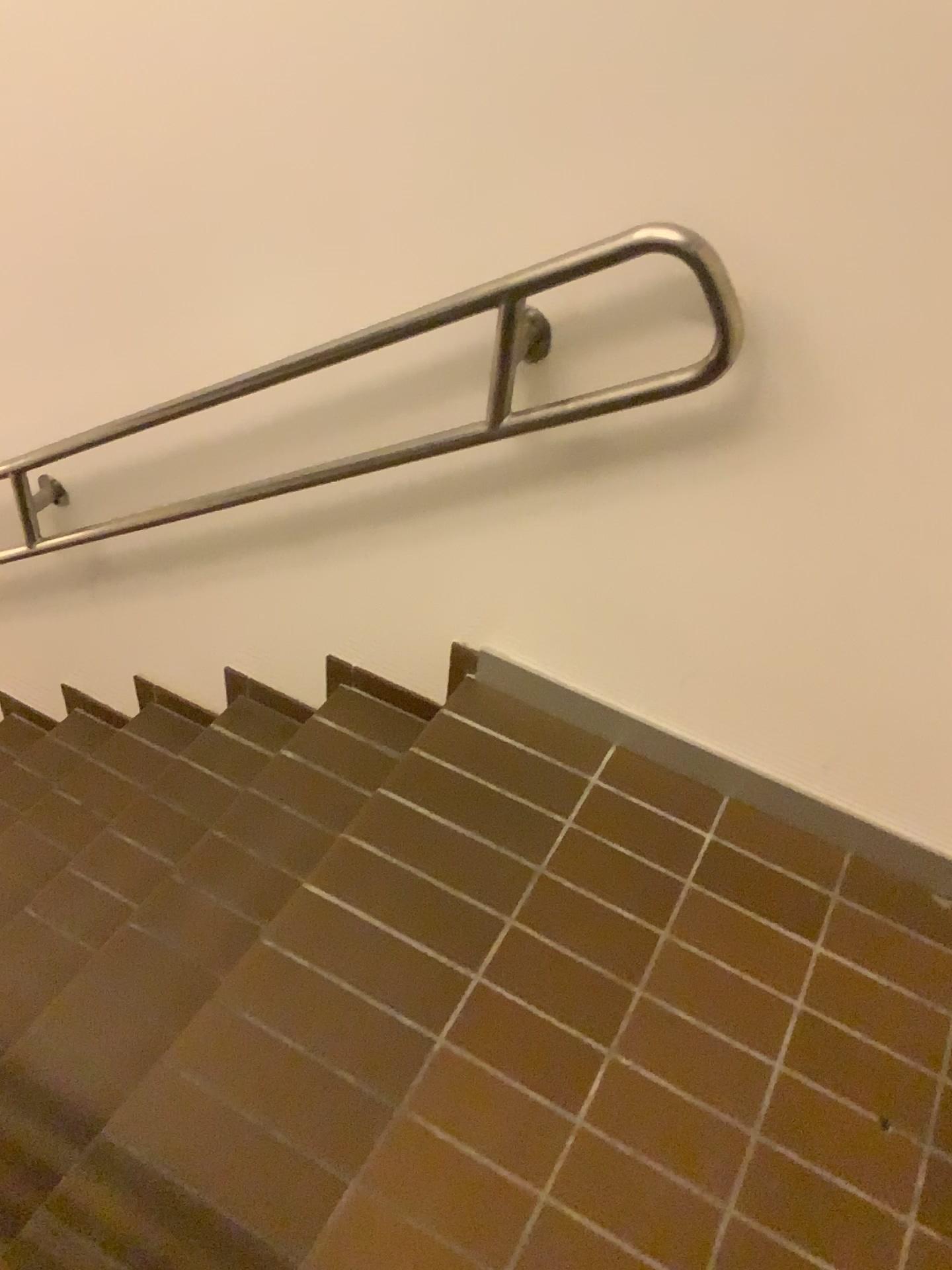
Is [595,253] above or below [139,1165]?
above

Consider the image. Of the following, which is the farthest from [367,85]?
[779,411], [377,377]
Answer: [779,411]
